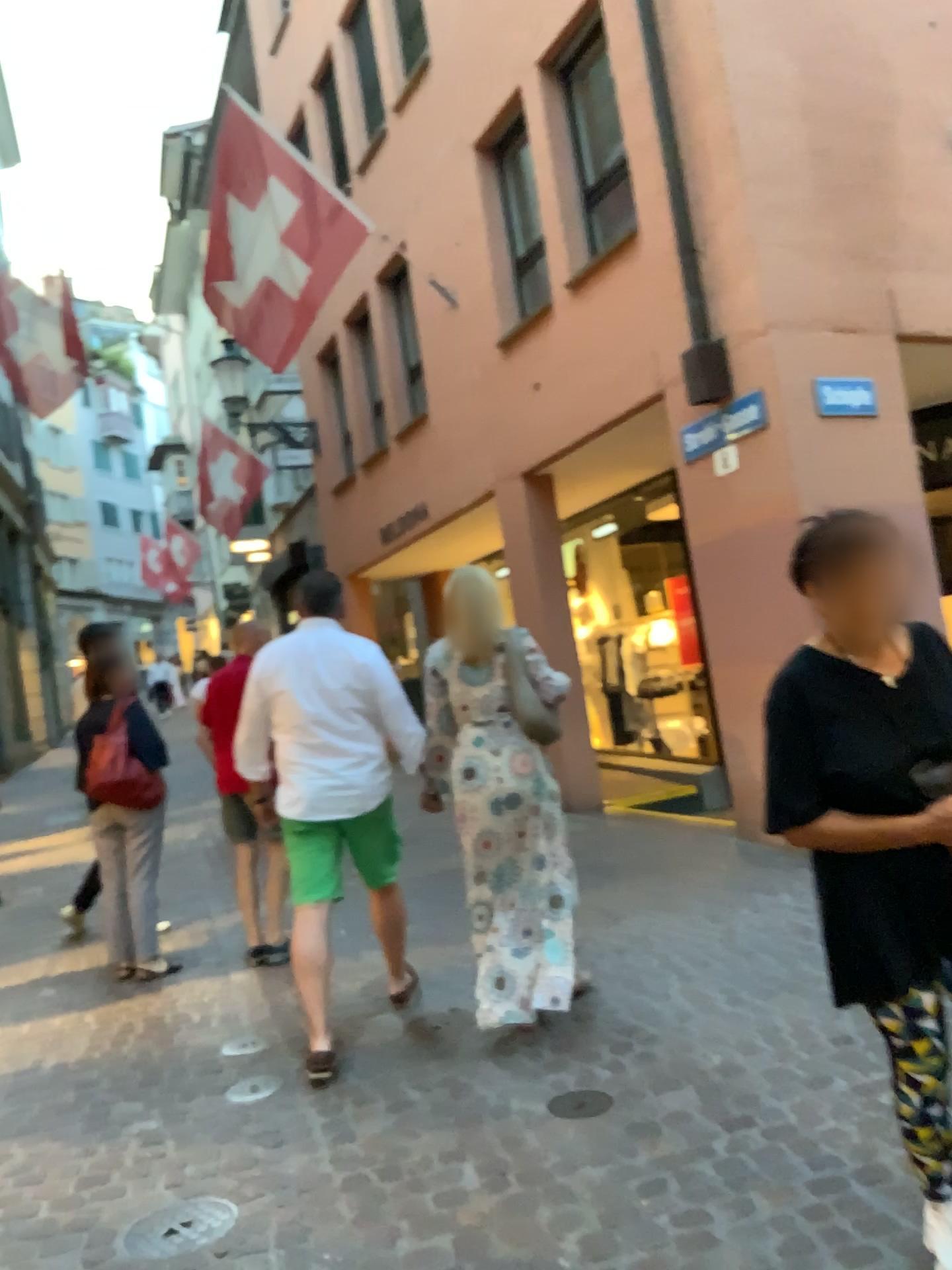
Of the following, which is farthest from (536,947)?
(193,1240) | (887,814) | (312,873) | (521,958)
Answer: (887,814)

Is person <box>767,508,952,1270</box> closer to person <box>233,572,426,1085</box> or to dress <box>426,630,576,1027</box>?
dress <box>426,630,576,1027</box>

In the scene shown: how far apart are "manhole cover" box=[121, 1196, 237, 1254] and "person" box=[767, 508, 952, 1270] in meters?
1.7 m

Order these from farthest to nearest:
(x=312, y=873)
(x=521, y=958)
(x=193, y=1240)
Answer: (x=312, y=873)
(x=521, y=958)
(x=193, y=1240)

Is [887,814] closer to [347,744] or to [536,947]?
[536,947]

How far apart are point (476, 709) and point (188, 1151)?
1.7m

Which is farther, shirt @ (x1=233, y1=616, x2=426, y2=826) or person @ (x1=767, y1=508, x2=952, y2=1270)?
shirt @ (x1=233, y1=616, x2=426, y2=826)

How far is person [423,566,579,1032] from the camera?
3.7 meters

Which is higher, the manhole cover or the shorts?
the shorts

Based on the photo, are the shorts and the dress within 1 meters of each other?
yes
